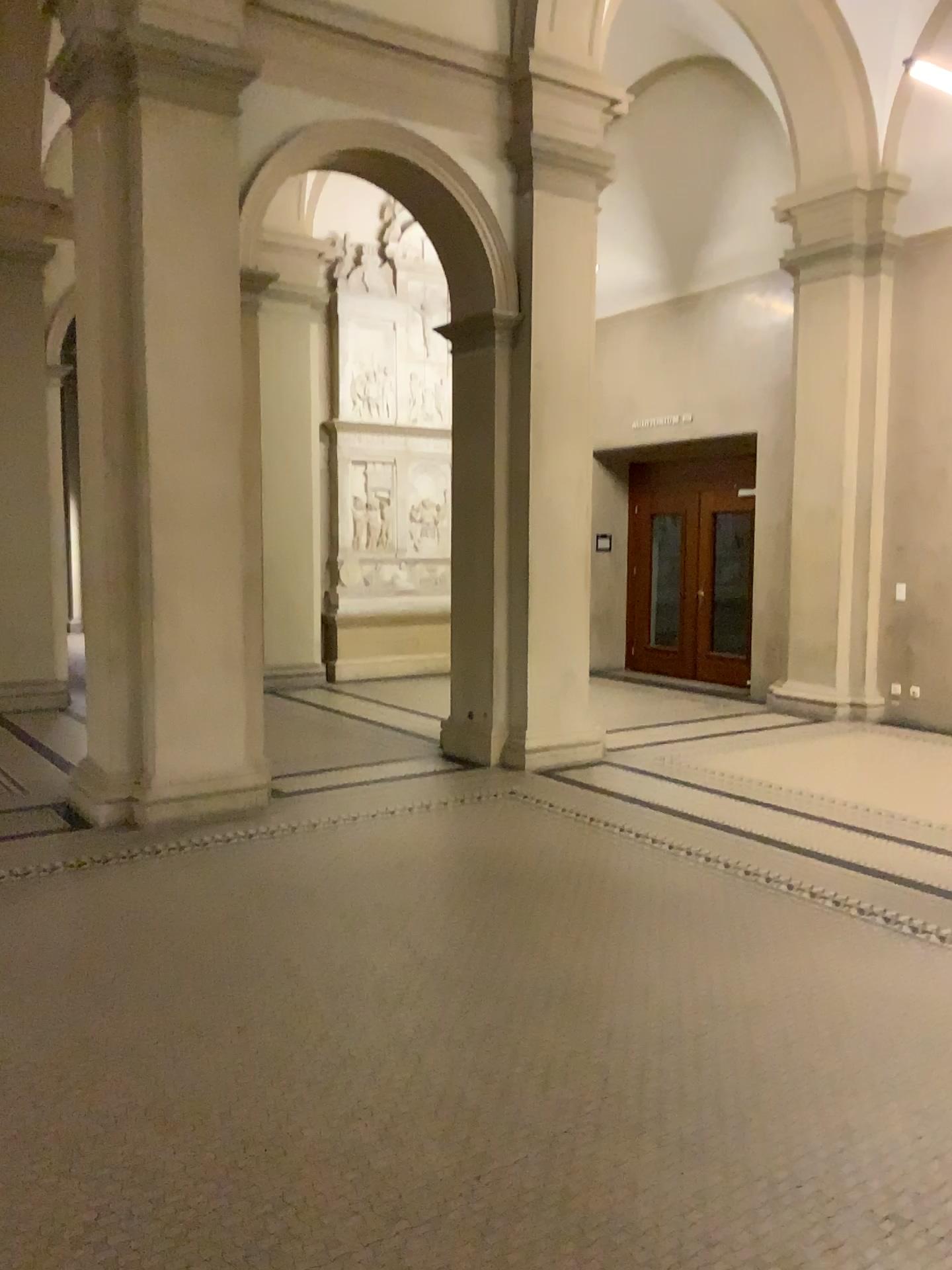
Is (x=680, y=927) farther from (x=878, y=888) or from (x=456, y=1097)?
(x=456, y=1097)
